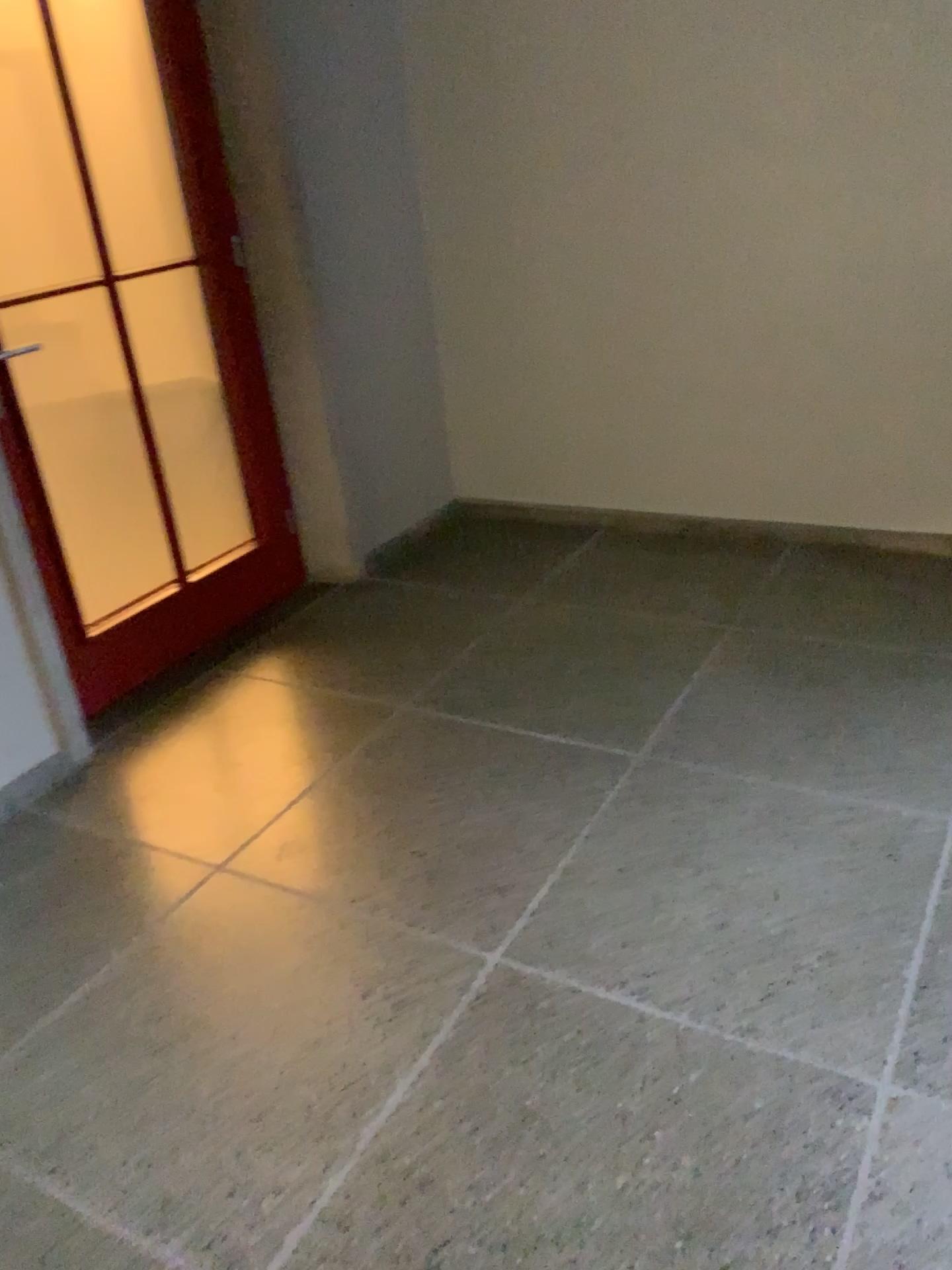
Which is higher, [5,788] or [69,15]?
[69,15]

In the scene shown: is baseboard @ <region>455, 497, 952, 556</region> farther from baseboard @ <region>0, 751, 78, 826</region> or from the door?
baseboard @ <region>0, 751, 78, 826</region>

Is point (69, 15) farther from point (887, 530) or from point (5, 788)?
point (887, 530)

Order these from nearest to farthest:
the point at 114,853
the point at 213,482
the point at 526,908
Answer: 1. the point at 526,908
2. the point at 114,853
3. the point at 213,482

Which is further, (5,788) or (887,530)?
(887,530)

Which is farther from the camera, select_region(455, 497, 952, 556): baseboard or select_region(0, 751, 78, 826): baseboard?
select_region(455, 497, 952, 556): baseboard

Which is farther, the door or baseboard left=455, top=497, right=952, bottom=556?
baseboard left=455, top=497, right=952, bottom=556

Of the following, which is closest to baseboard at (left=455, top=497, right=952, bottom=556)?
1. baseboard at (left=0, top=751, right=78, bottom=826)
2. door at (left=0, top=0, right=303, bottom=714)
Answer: door at (left=0, top=0, right=303, bottom=714)
